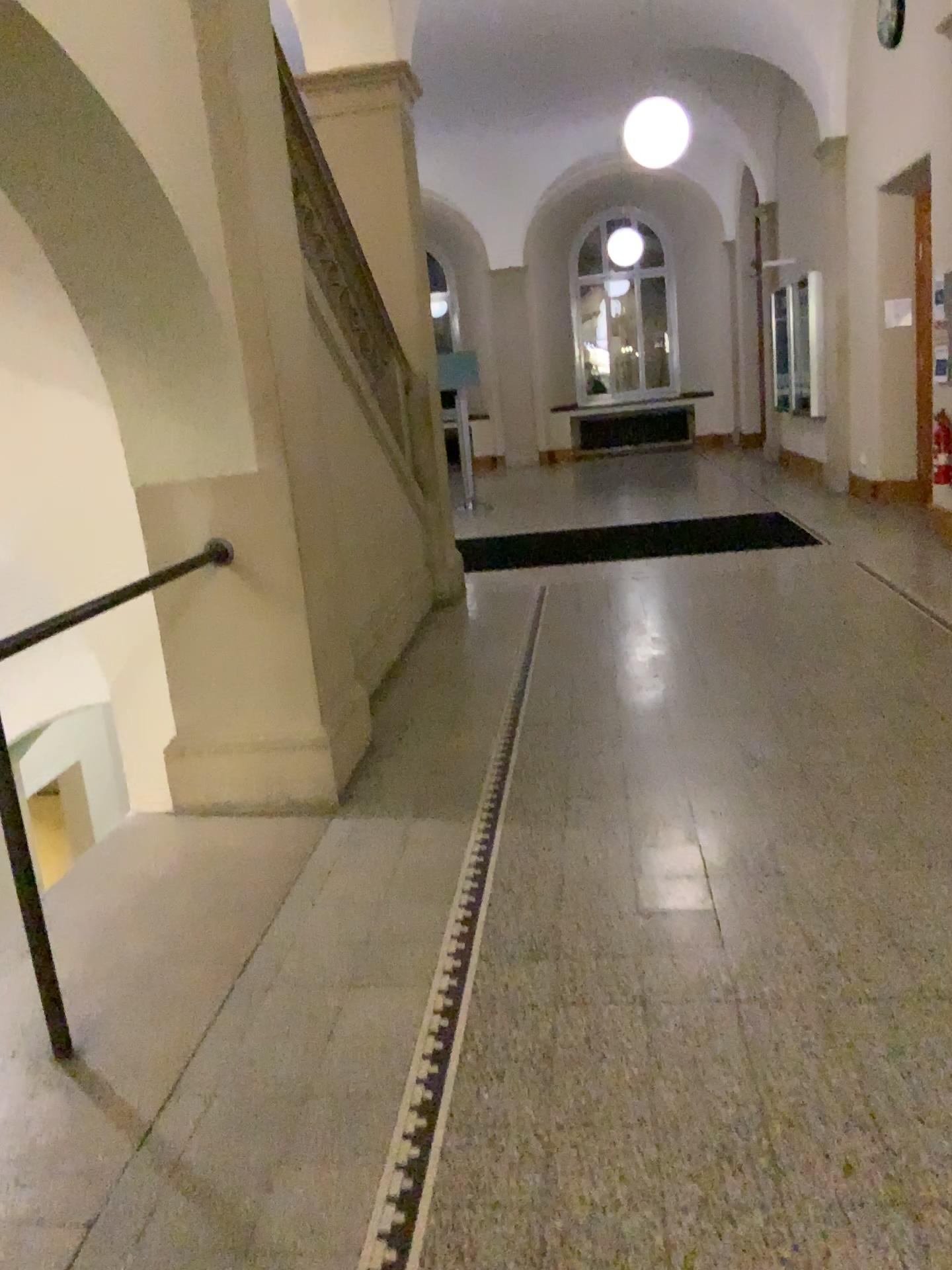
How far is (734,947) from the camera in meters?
2.5
